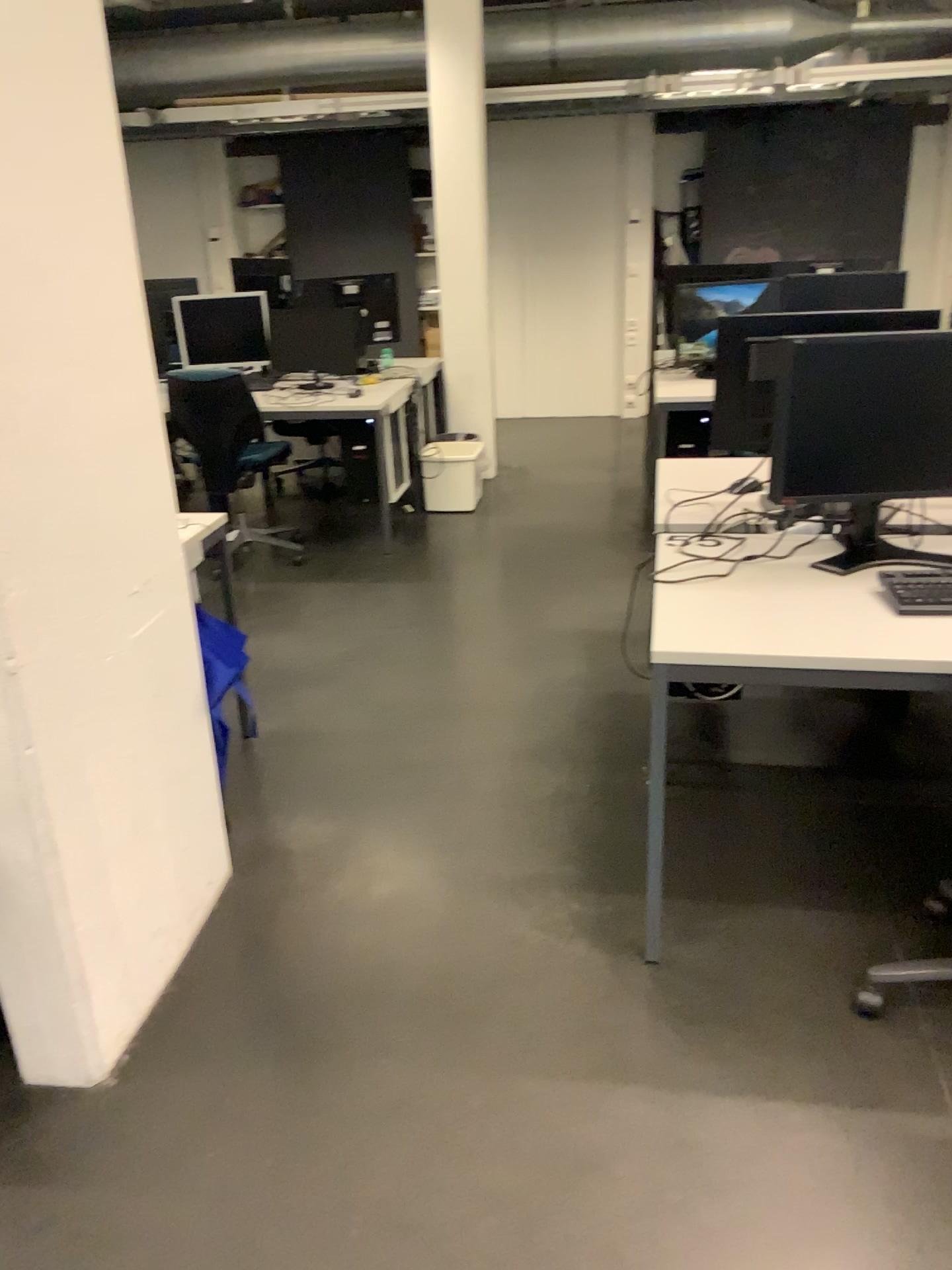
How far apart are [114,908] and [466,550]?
3.3m

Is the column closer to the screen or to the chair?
the screen

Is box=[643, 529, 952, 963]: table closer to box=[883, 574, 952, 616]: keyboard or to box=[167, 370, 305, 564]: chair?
box=[883, 574, 952, 616]: keyboard

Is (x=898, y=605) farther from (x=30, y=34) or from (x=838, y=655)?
(x=30, y=34)

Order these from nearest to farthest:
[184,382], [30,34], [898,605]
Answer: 1. [30,34]
2. [898,605]
3. [184,382]

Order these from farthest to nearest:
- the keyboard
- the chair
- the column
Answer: the chair → the keyboard → the column

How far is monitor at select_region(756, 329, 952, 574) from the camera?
2.3m

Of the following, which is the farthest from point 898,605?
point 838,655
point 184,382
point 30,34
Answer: point 184,382

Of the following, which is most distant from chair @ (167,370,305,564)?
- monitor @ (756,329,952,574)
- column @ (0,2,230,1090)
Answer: monitor @ (756,329,952,574)

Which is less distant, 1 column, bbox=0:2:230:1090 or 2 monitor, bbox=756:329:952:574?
1 column, bbox=0:2:230:1090
